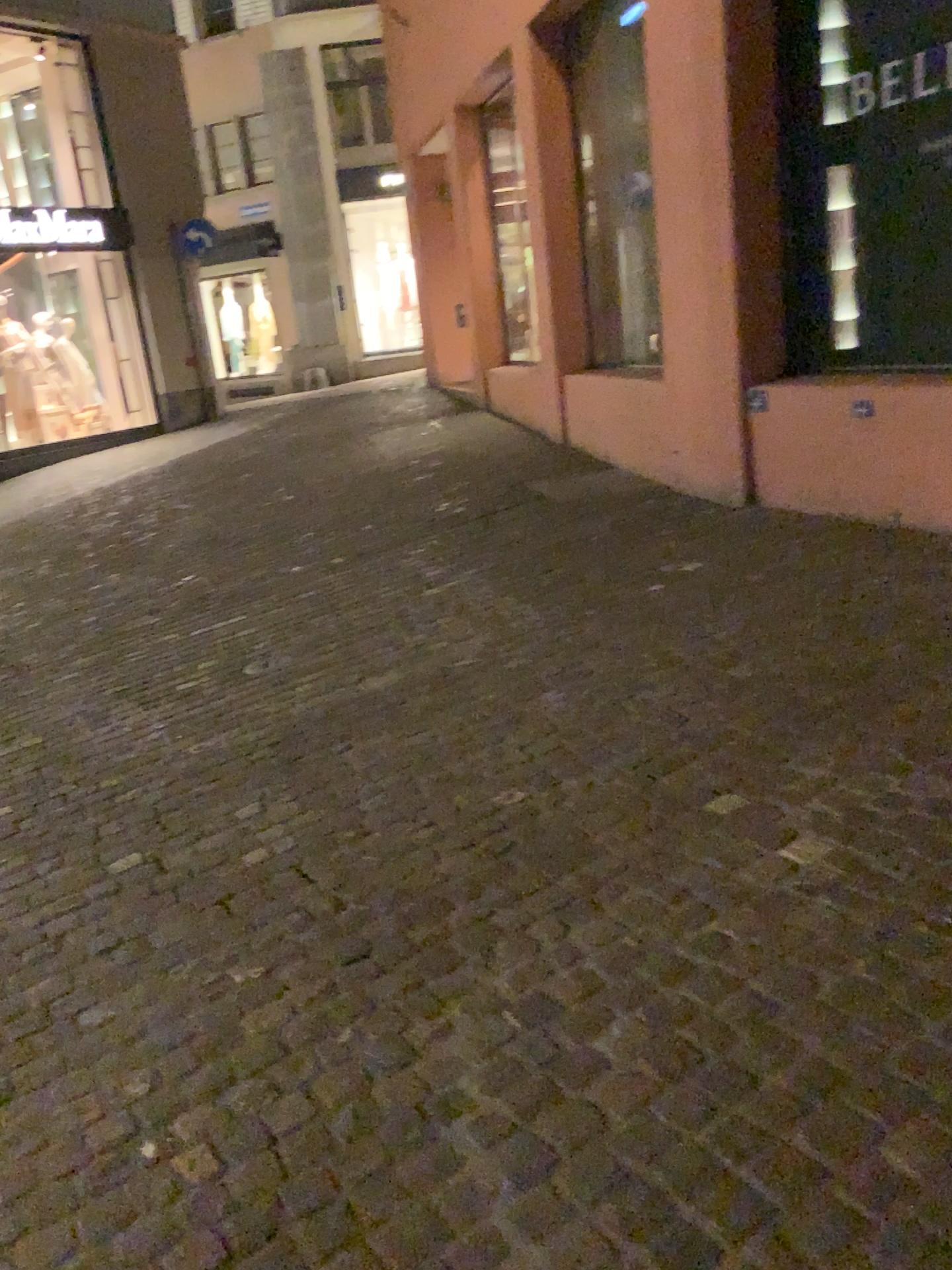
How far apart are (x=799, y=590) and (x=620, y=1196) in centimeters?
307cm
